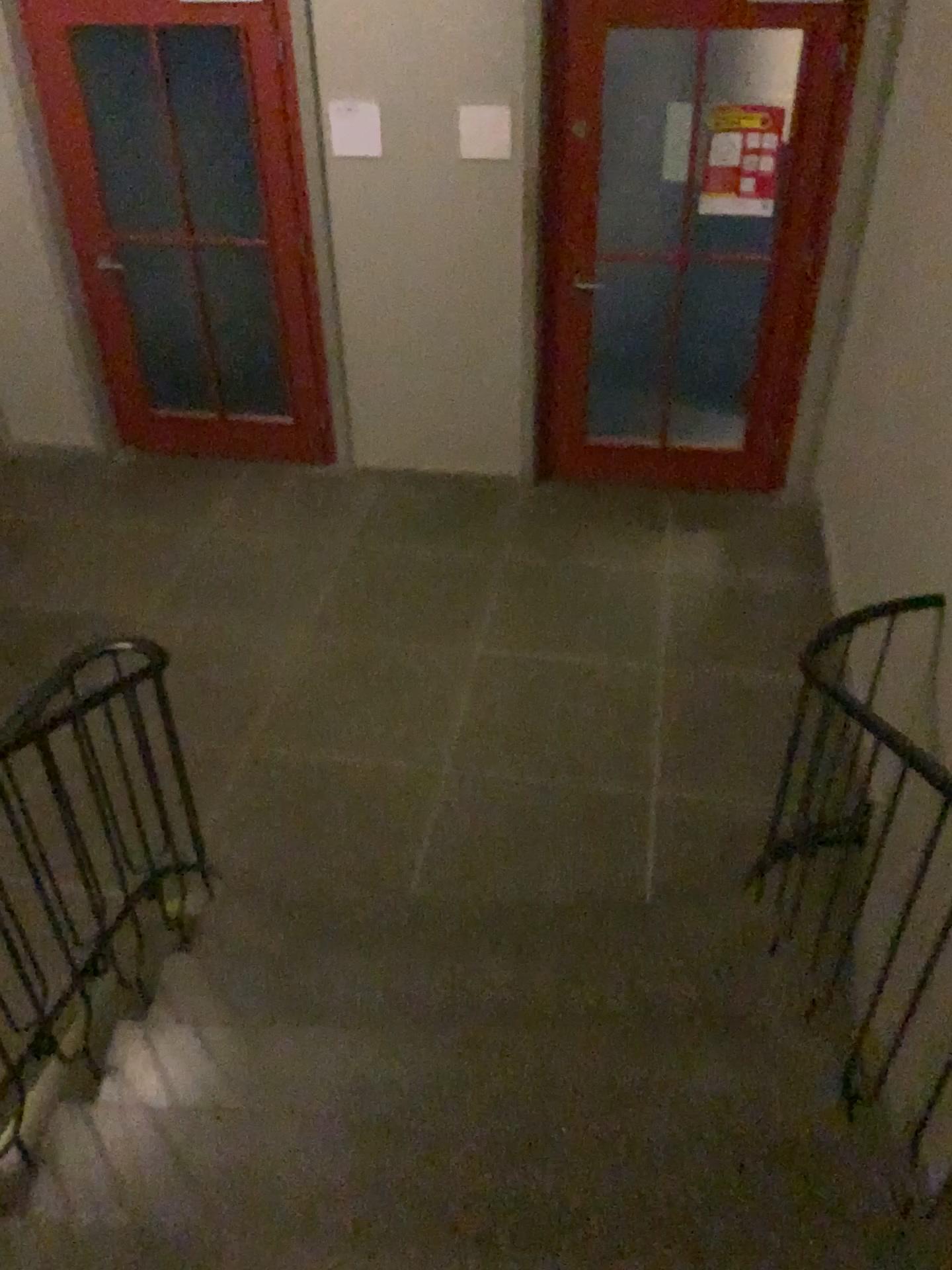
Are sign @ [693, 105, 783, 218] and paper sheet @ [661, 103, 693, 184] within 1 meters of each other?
yes

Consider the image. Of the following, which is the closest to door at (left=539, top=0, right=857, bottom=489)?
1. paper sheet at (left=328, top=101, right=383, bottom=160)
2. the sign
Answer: the sign

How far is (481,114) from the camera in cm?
431

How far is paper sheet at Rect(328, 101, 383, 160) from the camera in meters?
4.4

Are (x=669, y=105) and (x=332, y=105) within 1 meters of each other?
no

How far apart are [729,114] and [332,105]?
1.61m

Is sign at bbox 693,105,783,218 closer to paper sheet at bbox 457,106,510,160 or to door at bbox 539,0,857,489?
door at bbox 539,0,857,489

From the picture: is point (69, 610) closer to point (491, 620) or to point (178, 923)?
point (491, 620)

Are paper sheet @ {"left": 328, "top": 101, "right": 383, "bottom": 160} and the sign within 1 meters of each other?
no

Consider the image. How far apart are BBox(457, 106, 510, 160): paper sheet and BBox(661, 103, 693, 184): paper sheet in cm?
65
